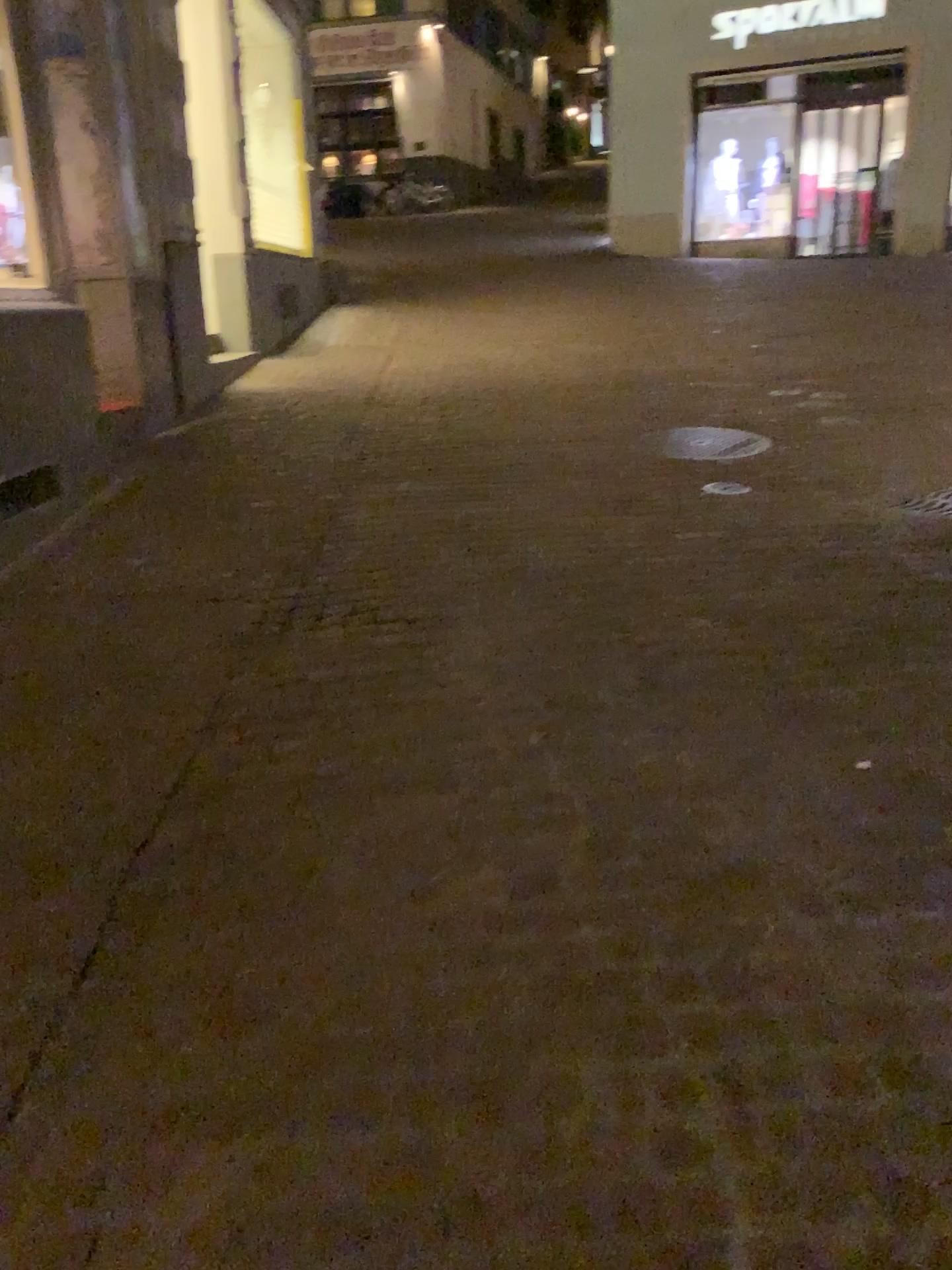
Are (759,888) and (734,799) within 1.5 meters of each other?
yes
